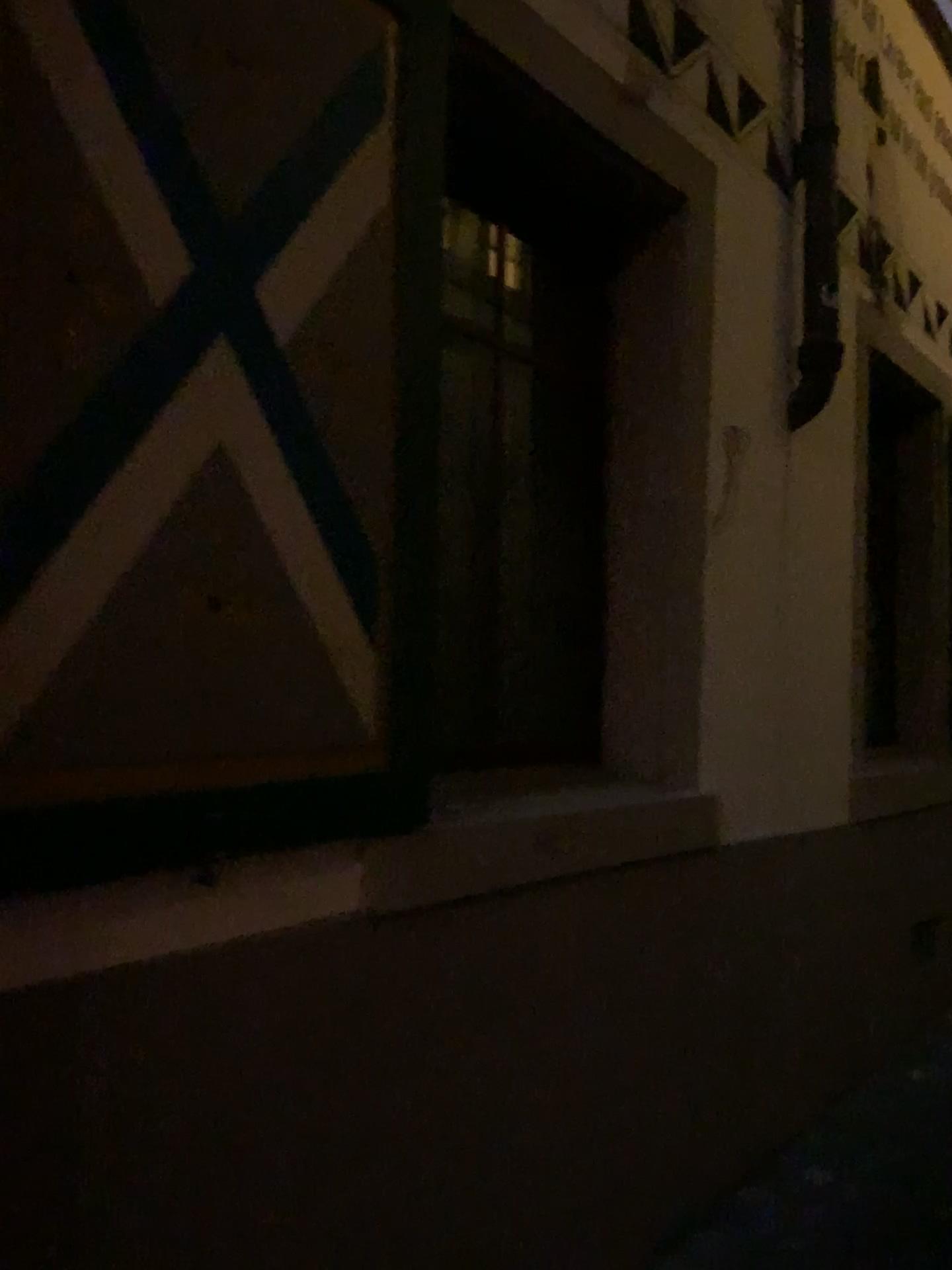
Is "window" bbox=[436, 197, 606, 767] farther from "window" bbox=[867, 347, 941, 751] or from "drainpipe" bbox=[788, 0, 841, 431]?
"window" bbox=[867, 347, 941, 751]

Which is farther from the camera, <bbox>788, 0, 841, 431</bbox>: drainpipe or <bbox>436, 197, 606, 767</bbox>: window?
<bbox>788, 0, 841, 431</bbox>: drainpipe

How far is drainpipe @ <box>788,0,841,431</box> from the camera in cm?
321

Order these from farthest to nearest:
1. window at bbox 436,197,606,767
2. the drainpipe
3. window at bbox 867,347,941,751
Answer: window at bbox 867,347,941,751, the drainpipe, window at bbox 436,197,606,767

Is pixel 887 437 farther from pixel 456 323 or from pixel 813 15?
pixel 456 323

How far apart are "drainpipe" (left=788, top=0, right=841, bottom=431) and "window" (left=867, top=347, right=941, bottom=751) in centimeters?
116cm

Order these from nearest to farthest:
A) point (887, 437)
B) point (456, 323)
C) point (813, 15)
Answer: point (456, 323) → point (813, 15) → point (887, 437)

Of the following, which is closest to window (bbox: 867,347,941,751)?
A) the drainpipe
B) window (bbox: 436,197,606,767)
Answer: the drainpipe

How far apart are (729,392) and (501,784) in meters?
1.4 m

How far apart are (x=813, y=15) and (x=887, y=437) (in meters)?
1.82
